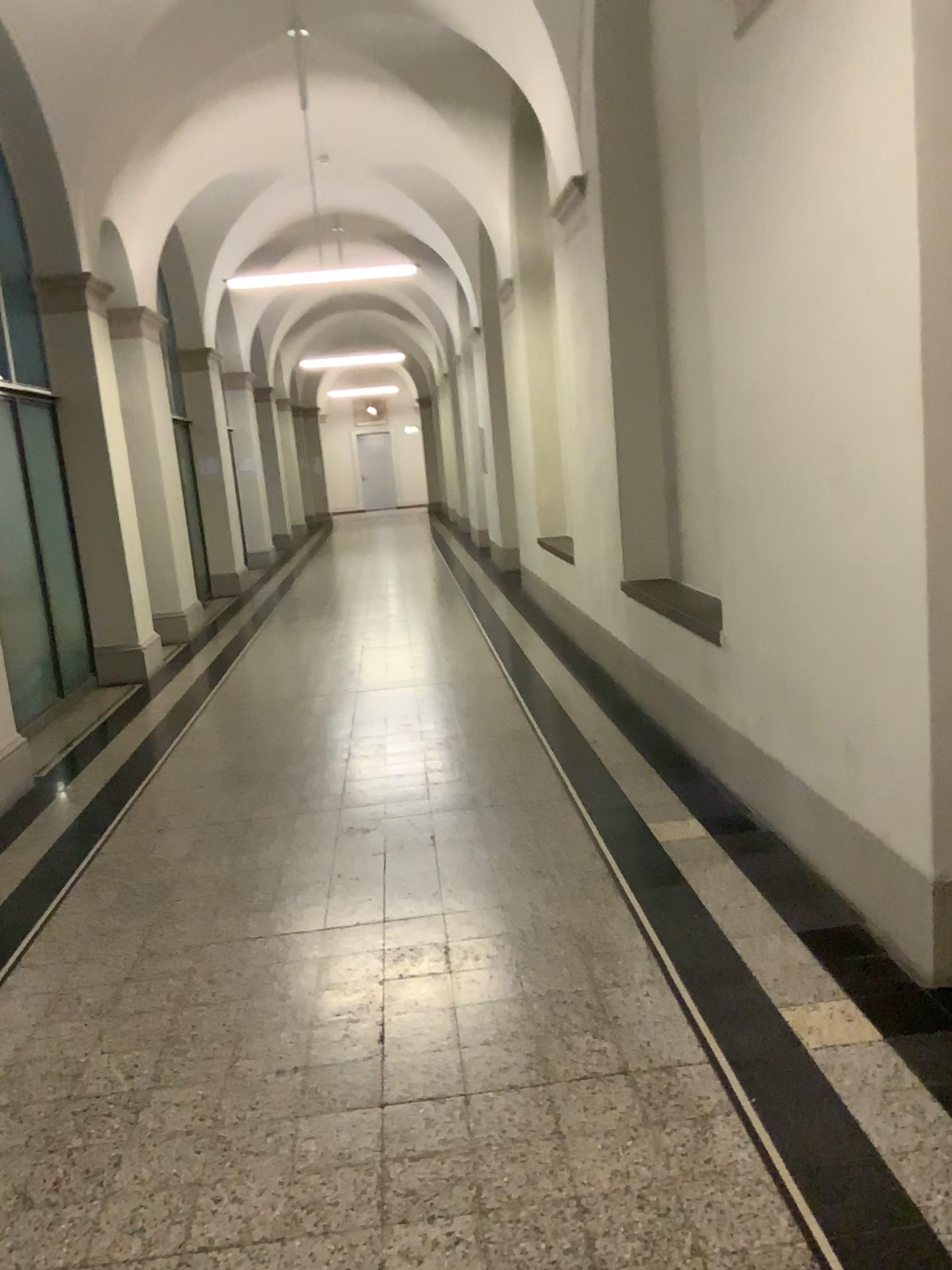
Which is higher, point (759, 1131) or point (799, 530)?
point (799, 530)
